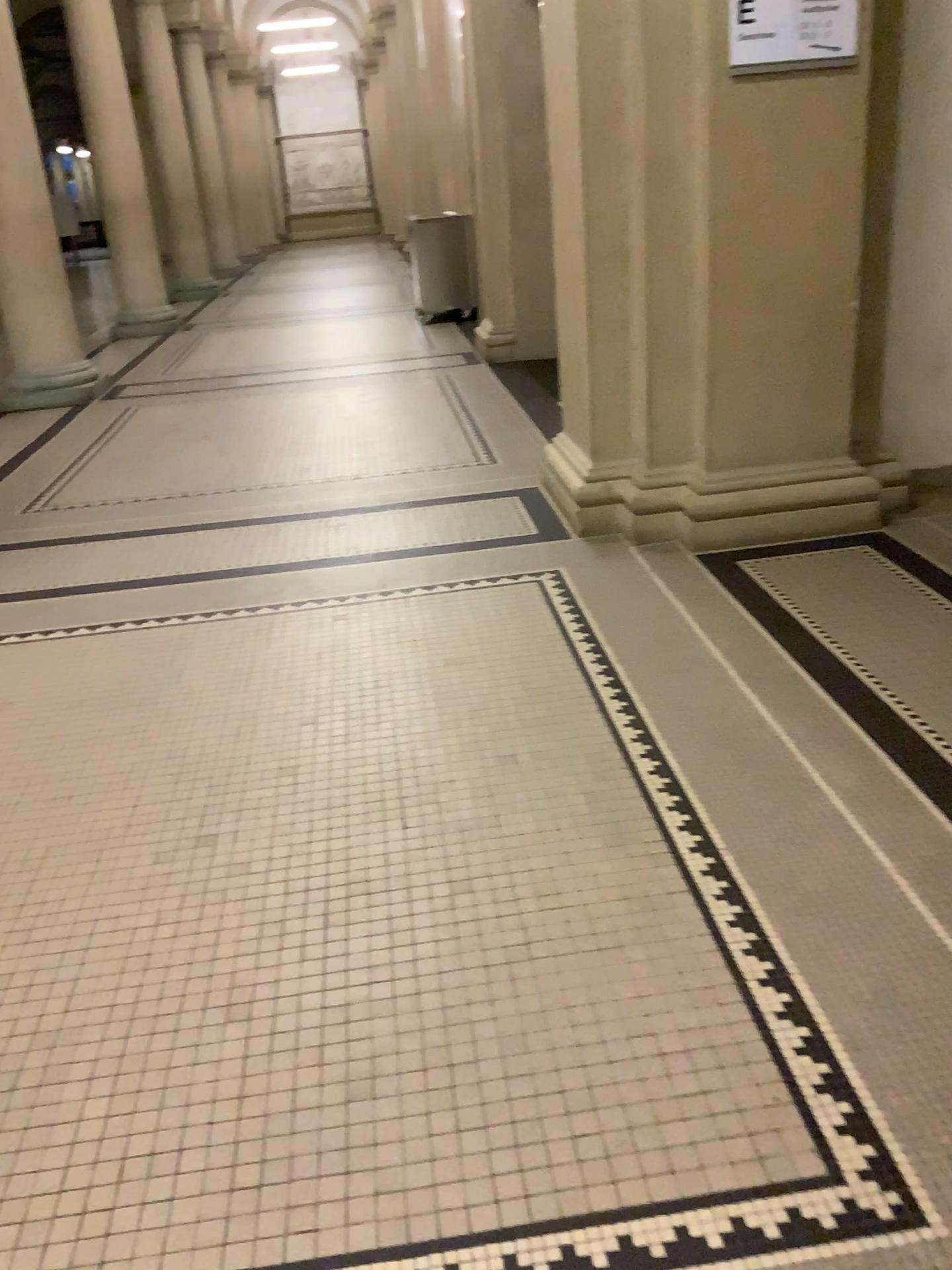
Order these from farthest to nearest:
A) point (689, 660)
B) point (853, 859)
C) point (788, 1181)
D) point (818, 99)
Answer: point (818, 99) < point (689, 660) < point (853, 859) < point (788, 1181)

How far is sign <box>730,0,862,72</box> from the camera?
3.4 meters

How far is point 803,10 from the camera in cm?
336
